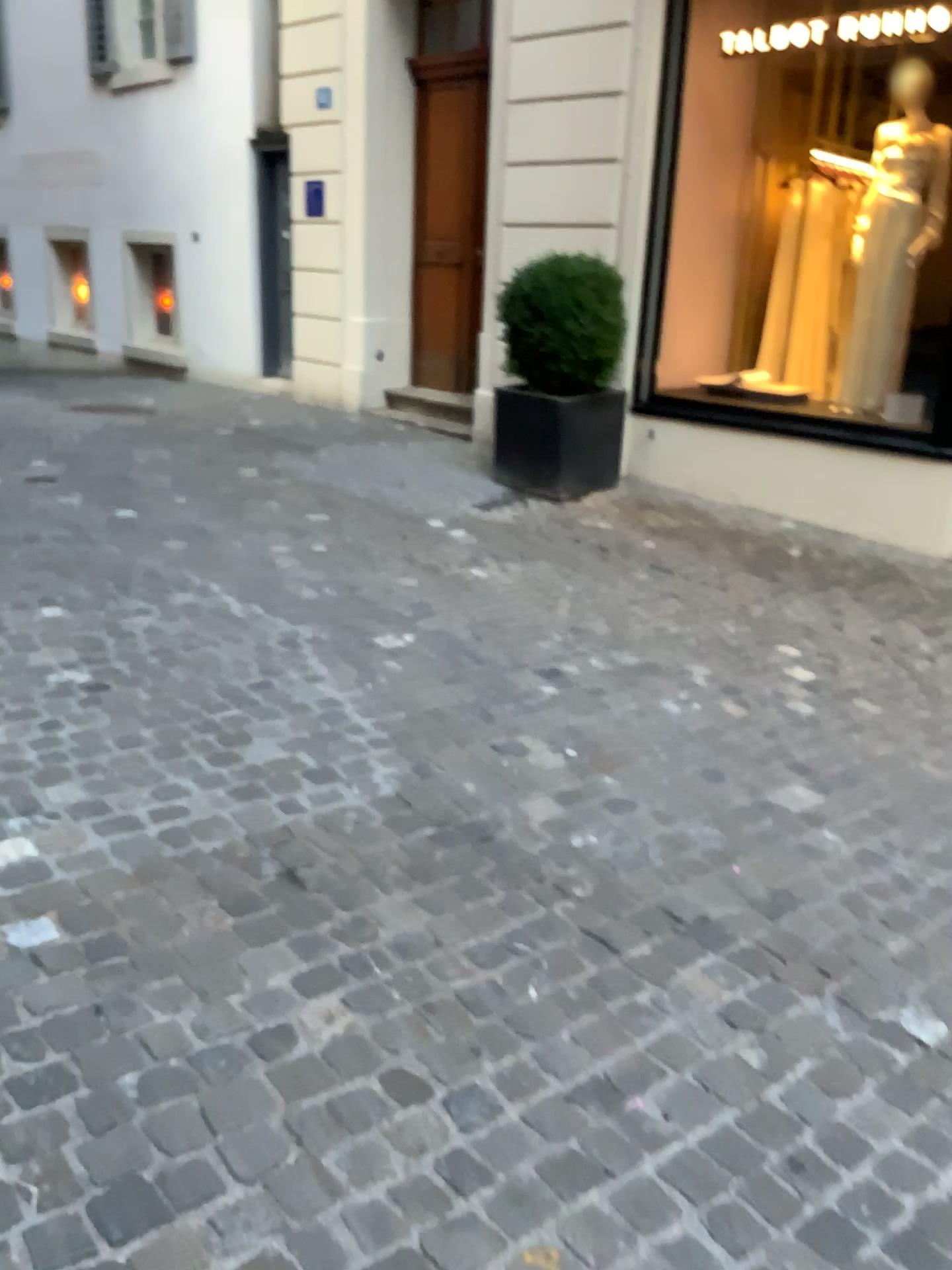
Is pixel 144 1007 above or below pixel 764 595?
above
